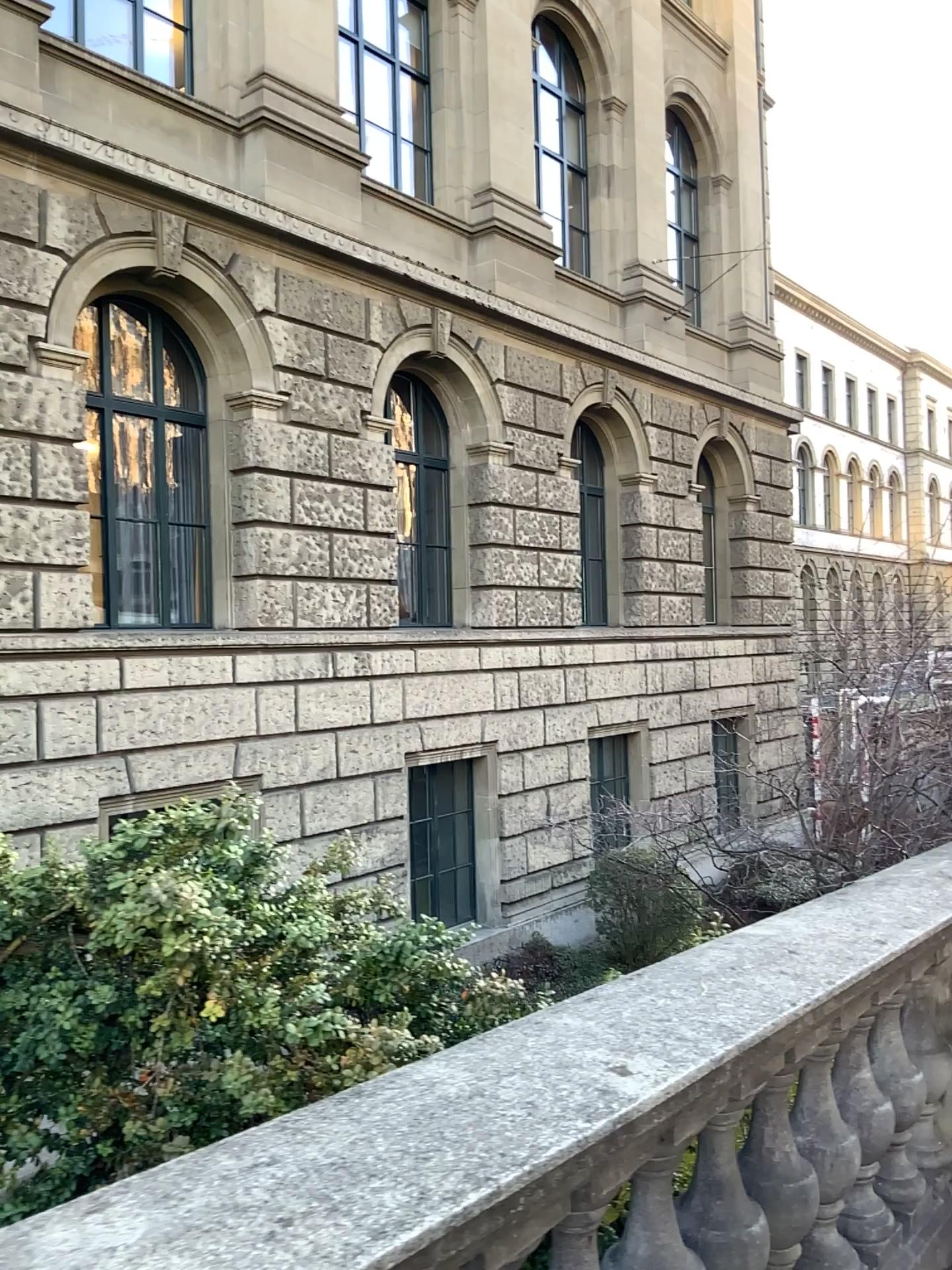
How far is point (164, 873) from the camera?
2.2m

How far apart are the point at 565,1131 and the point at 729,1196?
0.93m

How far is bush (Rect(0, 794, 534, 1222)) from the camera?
2.2m
